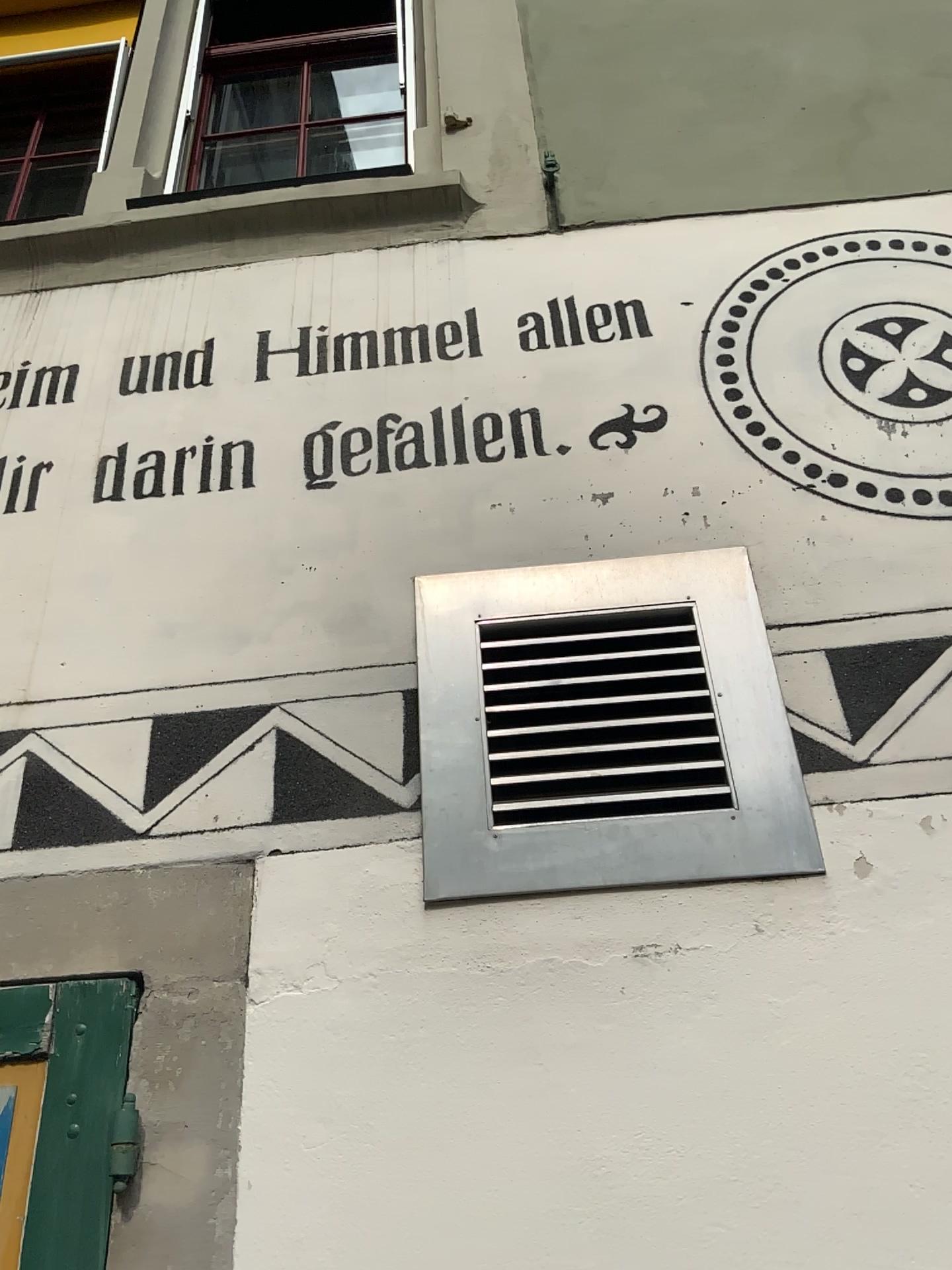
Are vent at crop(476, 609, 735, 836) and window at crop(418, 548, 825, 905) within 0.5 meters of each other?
yes

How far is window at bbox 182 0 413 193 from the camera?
2.92m

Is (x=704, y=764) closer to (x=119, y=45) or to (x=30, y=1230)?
(x=30, y=1230)

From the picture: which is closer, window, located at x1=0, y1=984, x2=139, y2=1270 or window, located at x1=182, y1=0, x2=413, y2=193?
window, located at x1=0, y1=984, x2=139, y2=1270

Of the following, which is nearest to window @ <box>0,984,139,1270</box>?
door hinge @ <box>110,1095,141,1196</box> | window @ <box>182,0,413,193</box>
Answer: Answer: door hinge @ <box>110,1095,141,1196</box>

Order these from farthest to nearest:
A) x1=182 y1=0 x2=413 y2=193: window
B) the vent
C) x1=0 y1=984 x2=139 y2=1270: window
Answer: x1=182 y1=0 x2=413 y2=193: window, the vent, x1=0 y1=984 x2=139 y2=1270: window

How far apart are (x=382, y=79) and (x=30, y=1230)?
2.8 meters

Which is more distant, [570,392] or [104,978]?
[570,392]

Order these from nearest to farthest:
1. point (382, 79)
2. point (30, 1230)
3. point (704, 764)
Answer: point (30, 1230)
point (704, 764)
point (382, 79)

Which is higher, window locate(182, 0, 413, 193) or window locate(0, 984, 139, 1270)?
window locate(182, 0, 413, 193)
